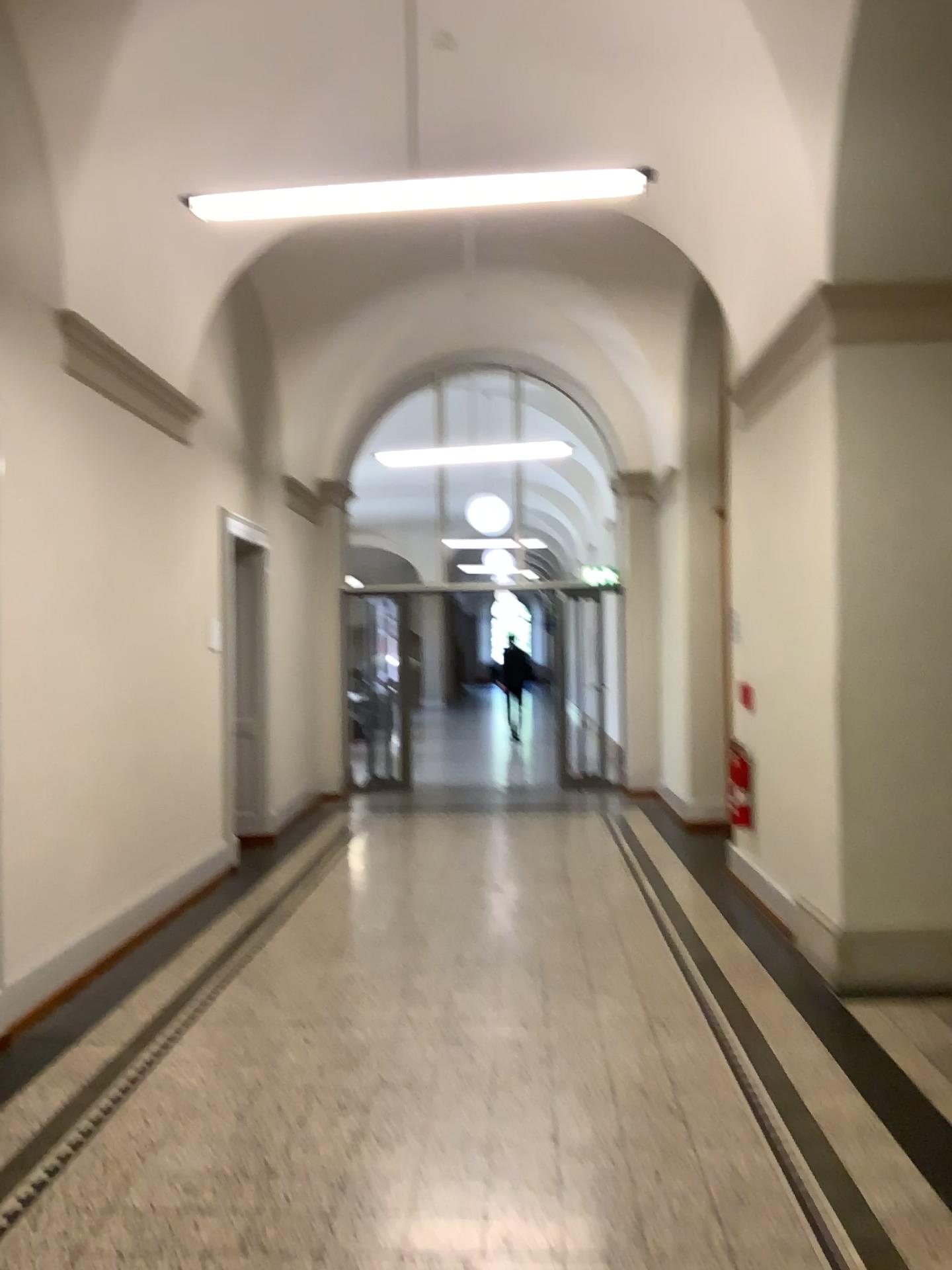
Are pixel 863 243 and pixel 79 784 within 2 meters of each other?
no
